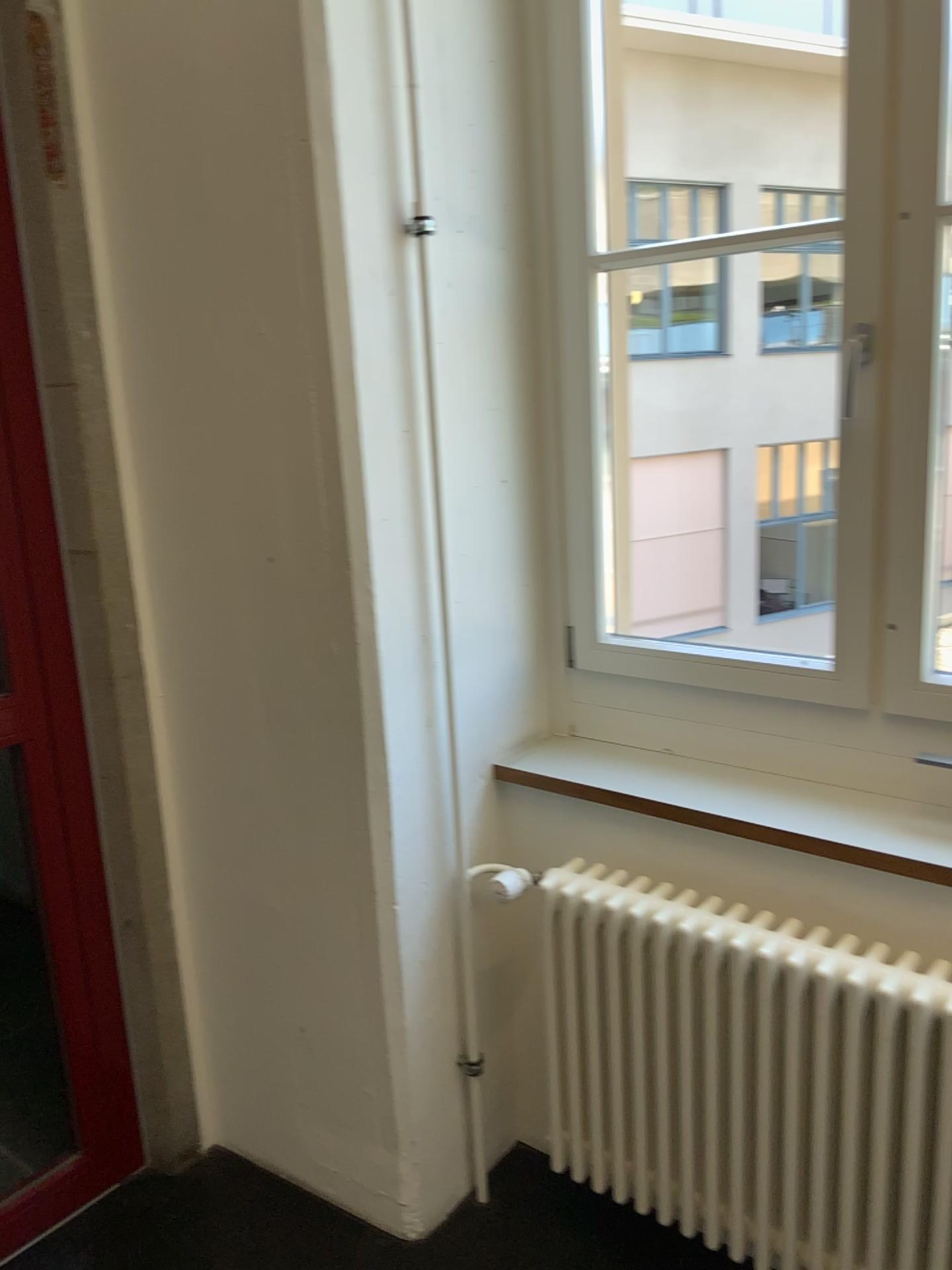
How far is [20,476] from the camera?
1.9 meters

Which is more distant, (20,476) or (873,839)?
A: (20,476)

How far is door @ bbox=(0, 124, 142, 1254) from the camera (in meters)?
1.94

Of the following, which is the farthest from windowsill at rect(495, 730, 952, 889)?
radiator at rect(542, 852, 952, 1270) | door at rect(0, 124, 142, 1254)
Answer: door at rect(0, 124, 142, 1254)

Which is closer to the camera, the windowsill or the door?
the windowsill

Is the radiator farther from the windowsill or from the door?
the door

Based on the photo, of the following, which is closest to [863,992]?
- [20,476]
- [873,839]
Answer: [873,839]

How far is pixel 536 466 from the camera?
2.1 meters

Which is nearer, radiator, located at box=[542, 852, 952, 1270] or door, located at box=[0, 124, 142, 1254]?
radiator, located at box=[542, 852, 952, 1270]
